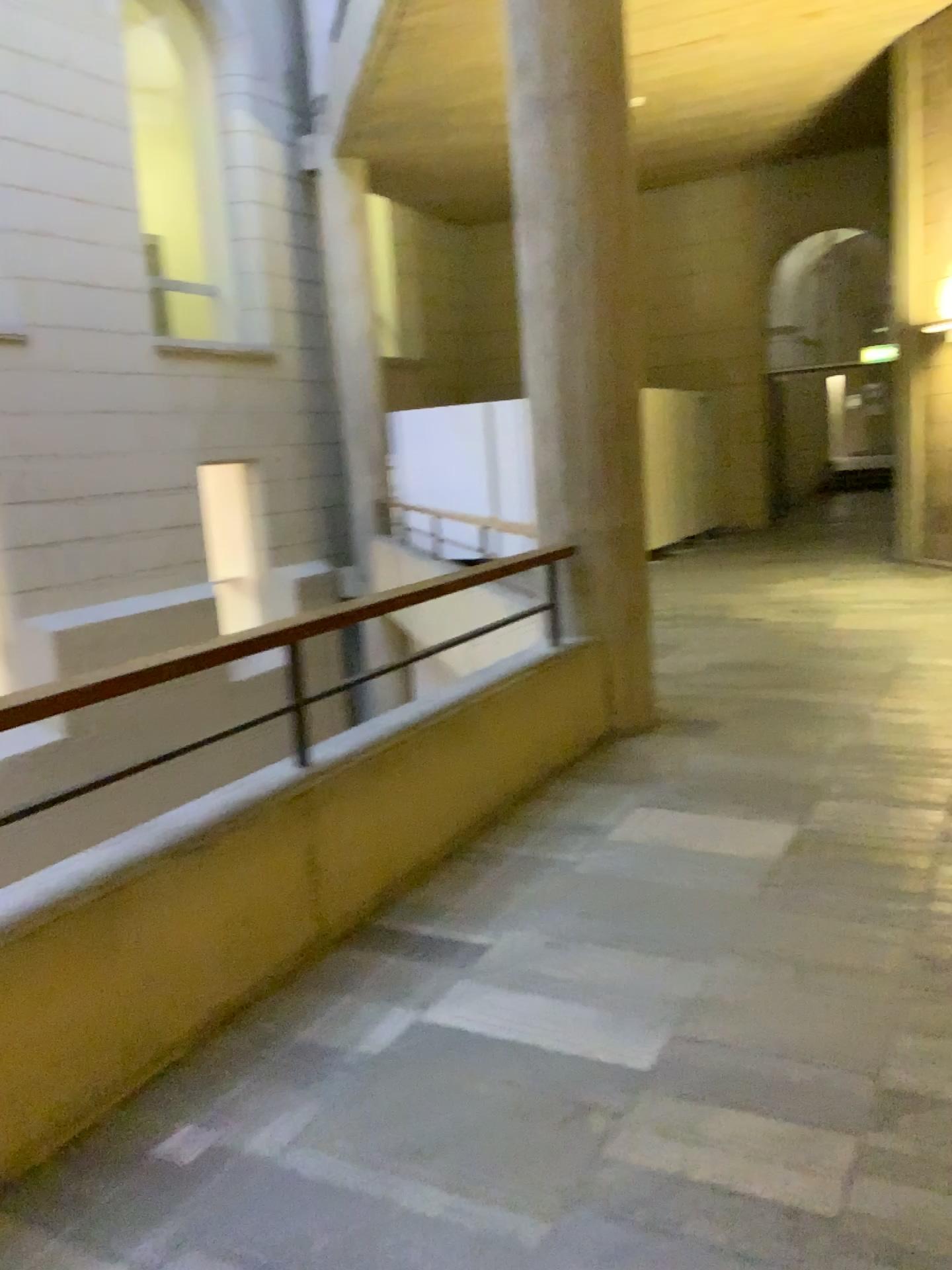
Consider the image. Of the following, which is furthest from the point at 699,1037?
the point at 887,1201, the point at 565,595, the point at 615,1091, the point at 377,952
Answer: the point at 565,595
